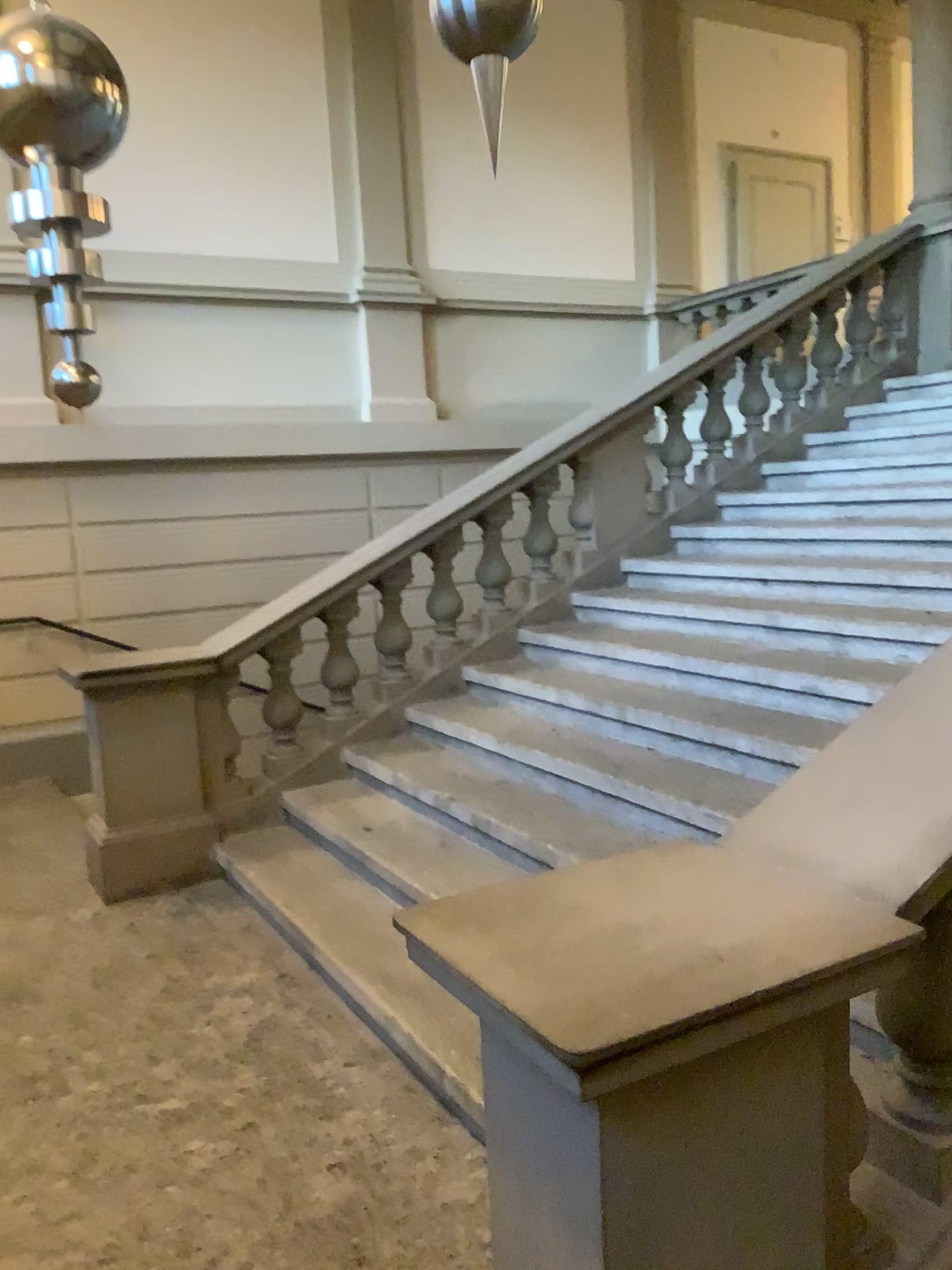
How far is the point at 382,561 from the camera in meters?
4.9
